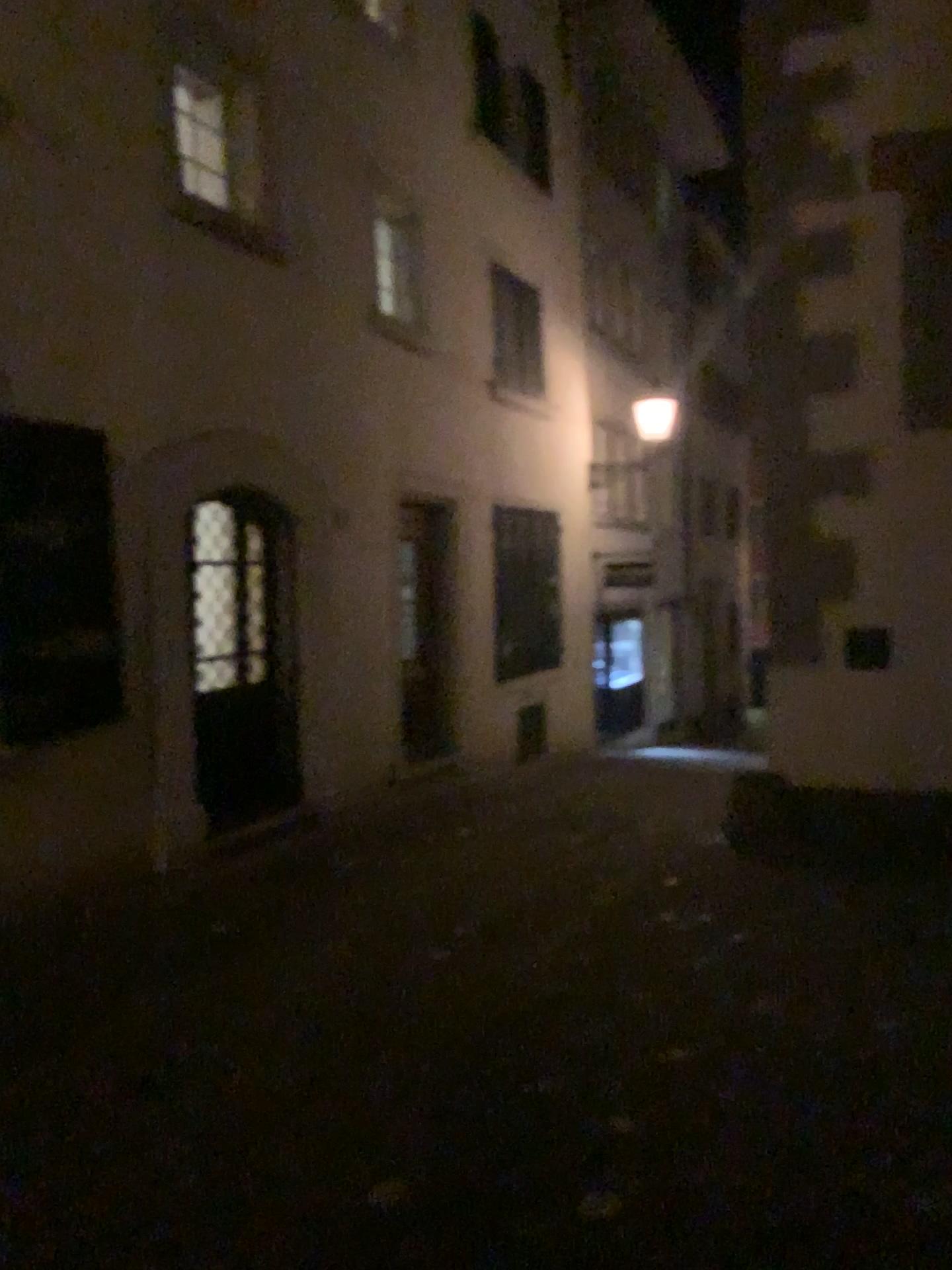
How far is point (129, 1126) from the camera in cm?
323
